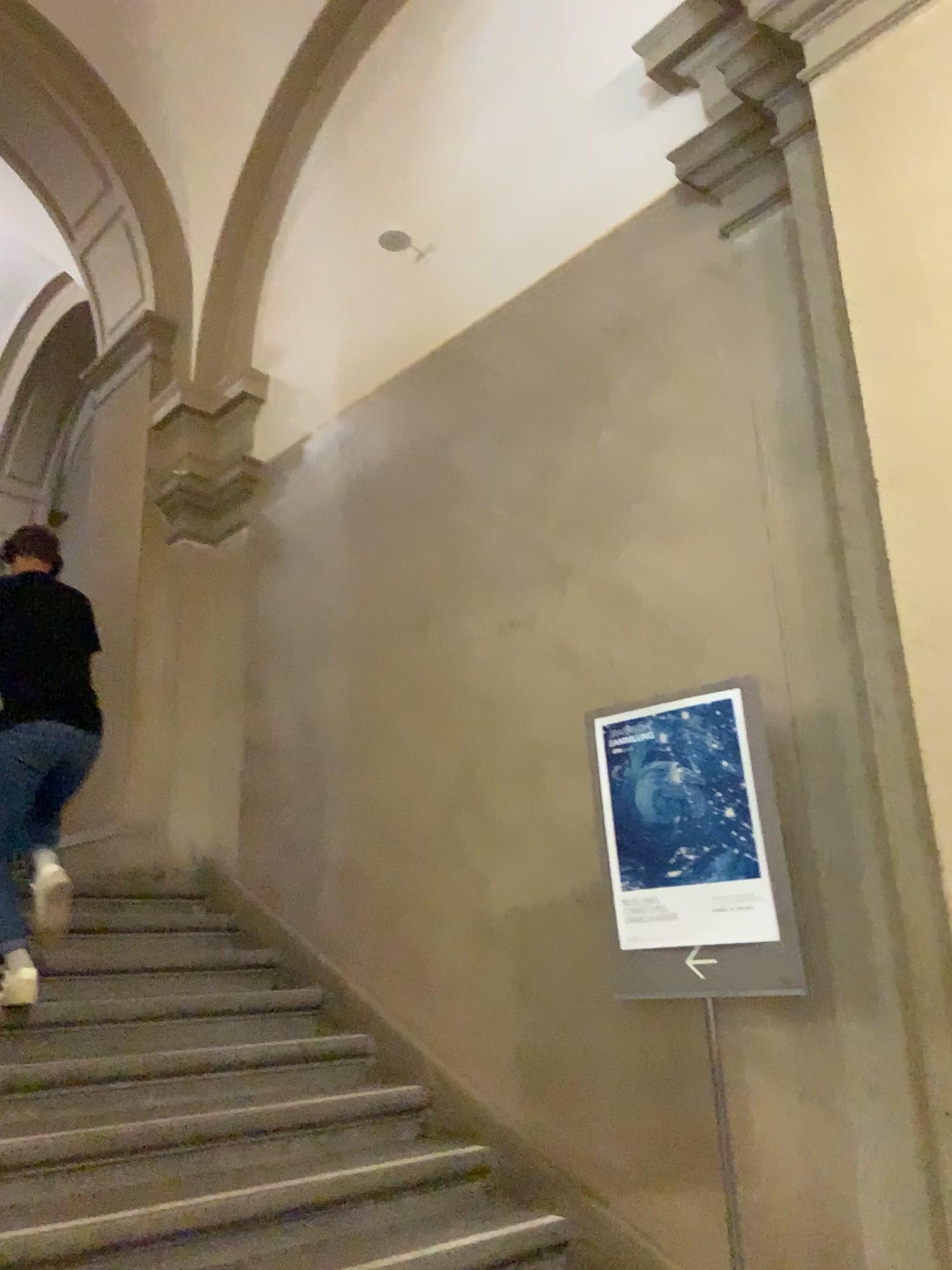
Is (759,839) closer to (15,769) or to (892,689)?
(892,689)

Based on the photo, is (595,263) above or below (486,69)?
below

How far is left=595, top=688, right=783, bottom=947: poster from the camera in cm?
251

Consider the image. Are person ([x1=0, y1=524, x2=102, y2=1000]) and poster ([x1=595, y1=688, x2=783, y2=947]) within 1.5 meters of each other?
no

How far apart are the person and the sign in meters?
1.9 m

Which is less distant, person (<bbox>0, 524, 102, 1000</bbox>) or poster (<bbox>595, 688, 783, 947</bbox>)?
poster (<bbox>595, 688, 783, 947</bbox>)

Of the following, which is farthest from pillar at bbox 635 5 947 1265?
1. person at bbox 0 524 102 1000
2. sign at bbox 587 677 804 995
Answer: person at bbox 0 524 102 1000

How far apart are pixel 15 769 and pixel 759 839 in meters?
2.4

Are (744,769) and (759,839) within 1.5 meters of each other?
yes

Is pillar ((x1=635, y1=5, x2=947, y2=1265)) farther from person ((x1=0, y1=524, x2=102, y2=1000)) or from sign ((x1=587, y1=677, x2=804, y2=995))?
person ((x1=0, y1=524, x2=102, y2=1000))
